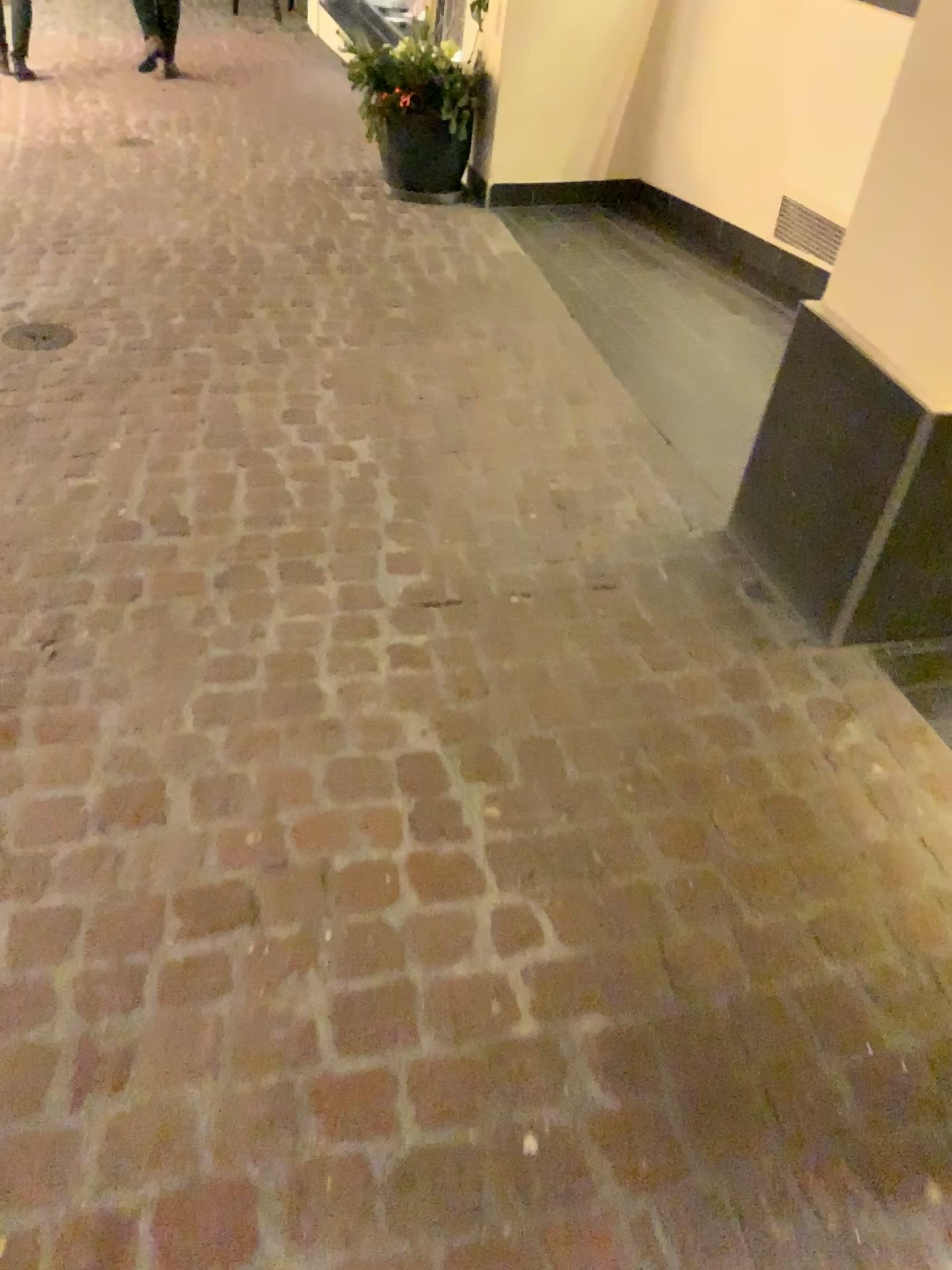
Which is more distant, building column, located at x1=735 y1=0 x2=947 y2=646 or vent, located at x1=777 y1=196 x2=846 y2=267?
vent, located at x1=777 y1=196 x2=846 y2=267

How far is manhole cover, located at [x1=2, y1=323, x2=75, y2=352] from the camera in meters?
3.0

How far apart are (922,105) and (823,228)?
2.0m

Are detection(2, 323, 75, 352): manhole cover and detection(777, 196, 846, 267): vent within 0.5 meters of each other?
no

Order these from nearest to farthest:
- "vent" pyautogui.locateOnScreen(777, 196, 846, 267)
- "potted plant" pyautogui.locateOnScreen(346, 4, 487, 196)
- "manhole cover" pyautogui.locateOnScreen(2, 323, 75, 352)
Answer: "manhole cover" pyautogui.locateOnScreen(2, 323, 75, 352)
"vent" pyautogui.locateOnScreen(777, 196, 846, 267)
"potted plant" pyautogui.locateOnScreen(346, 4, 487, 196)

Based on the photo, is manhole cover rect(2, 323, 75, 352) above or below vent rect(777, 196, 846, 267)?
below

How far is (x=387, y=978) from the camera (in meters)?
1.38

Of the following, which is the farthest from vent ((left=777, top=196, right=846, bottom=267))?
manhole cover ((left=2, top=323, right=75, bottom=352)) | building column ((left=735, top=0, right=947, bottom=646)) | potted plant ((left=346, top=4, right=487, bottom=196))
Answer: manhole cover ((left=2, top=323, right=75, bottom=352))

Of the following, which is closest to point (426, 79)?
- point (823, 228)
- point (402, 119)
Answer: point (402, 119)

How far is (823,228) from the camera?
3.7m
